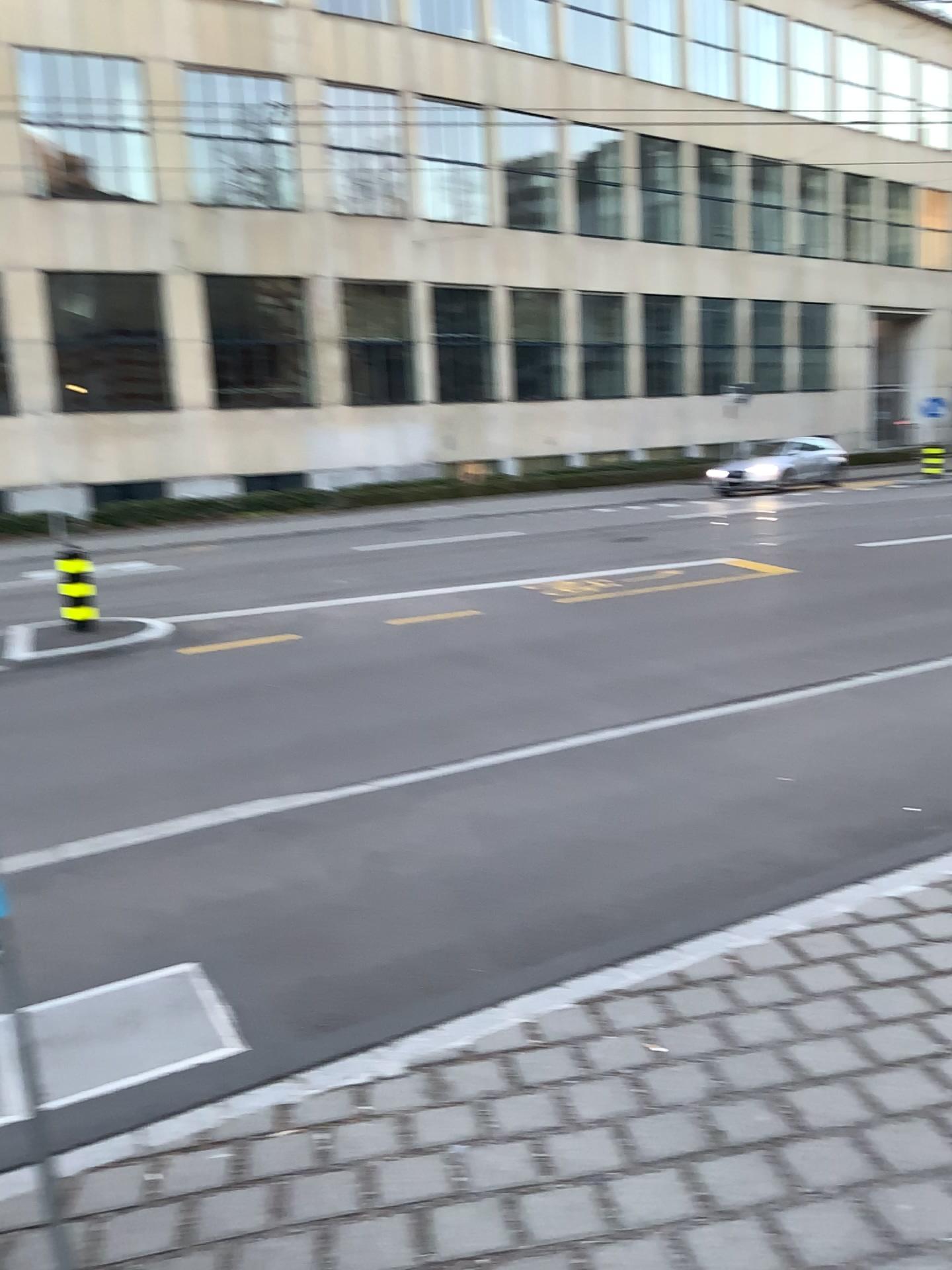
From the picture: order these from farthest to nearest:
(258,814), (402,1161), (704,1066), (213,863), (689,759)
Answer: (689,759) → (258,814) → (213,863) → (704,1066) → (402,1161)
